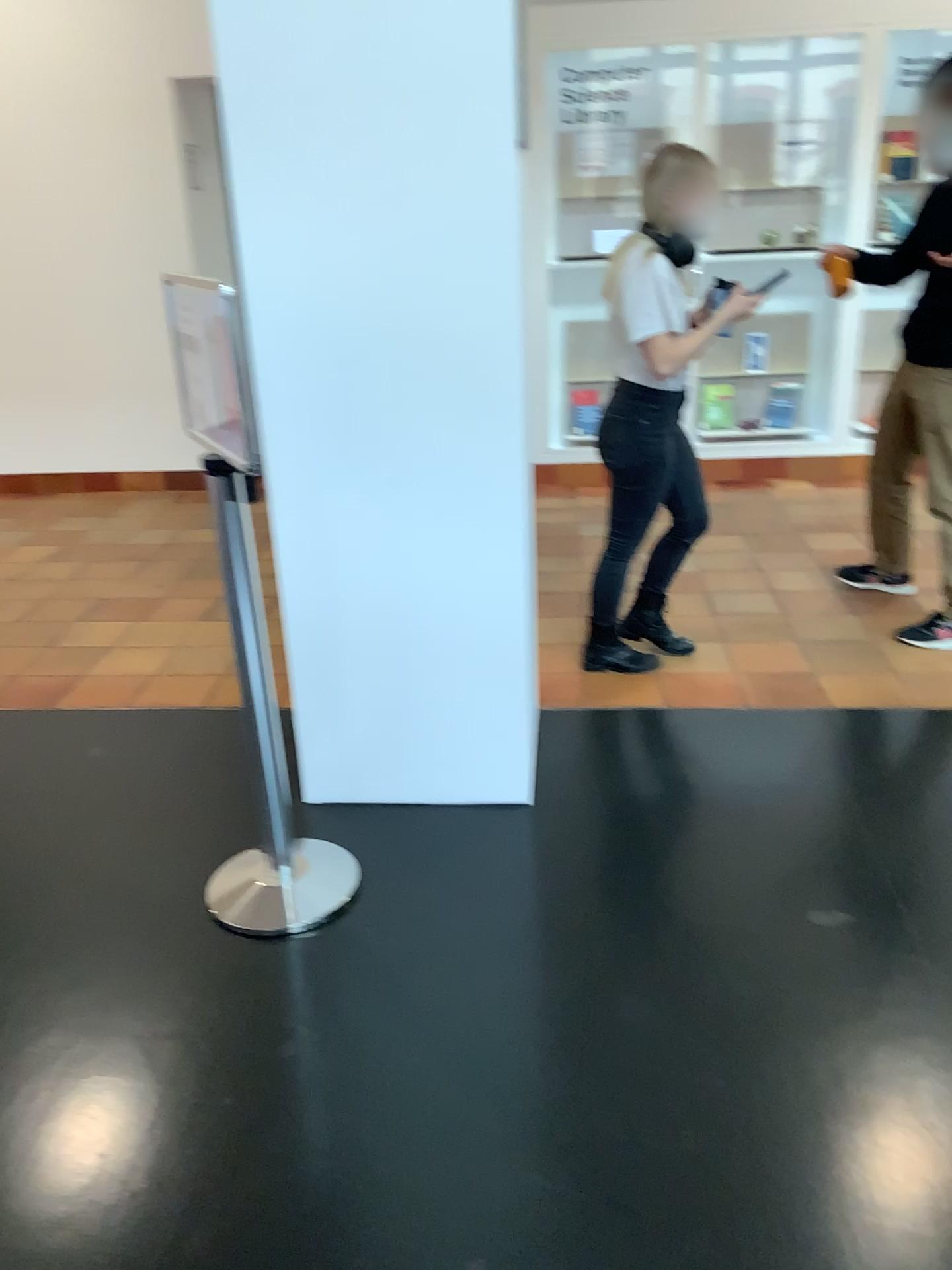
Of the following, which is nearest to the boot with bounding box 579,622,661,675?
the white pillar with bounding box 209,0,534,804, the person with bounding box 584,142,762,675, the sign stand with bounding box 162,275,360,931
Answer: the person with bounding box 584,142,762,675

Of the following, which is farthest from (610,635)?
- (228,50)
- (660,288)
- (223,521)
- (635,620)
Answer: (228,50)

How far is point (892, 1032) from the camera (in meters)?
2.00

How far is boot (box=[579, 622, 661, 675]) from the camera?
3.5m

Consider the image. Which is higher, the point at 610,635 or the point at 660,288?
the point at 660,288

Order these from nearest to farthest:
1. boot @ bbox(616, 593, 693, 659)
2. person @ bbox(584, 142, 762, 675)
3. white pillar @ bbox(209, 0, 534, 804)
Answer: white pillar @ bbox(209, 0, 534, 804)
person @ bbox(584, 142, 762, 675)
boot @ bbox(616, 593, 693, 659)

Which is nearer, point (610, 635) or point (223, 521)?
point (223, 521)

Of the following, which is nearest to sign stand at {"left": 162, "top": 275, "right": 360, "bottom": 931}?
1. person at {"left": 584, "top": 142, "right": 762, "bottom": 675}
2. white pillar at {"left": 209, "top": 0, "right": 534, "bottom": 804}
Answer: white pillar at {"left": 209, "top": 0, "right": 534, "bottom": 804}

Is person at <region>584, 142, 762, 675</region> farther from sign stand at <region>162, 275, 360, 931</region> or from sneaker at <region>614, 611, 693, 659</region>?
sign stand at <region>162, 275, 360, 931</region>

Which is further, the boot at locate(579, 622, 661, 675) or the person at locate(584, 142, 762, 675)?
the boot at locate(579, 622, 661, 675)
